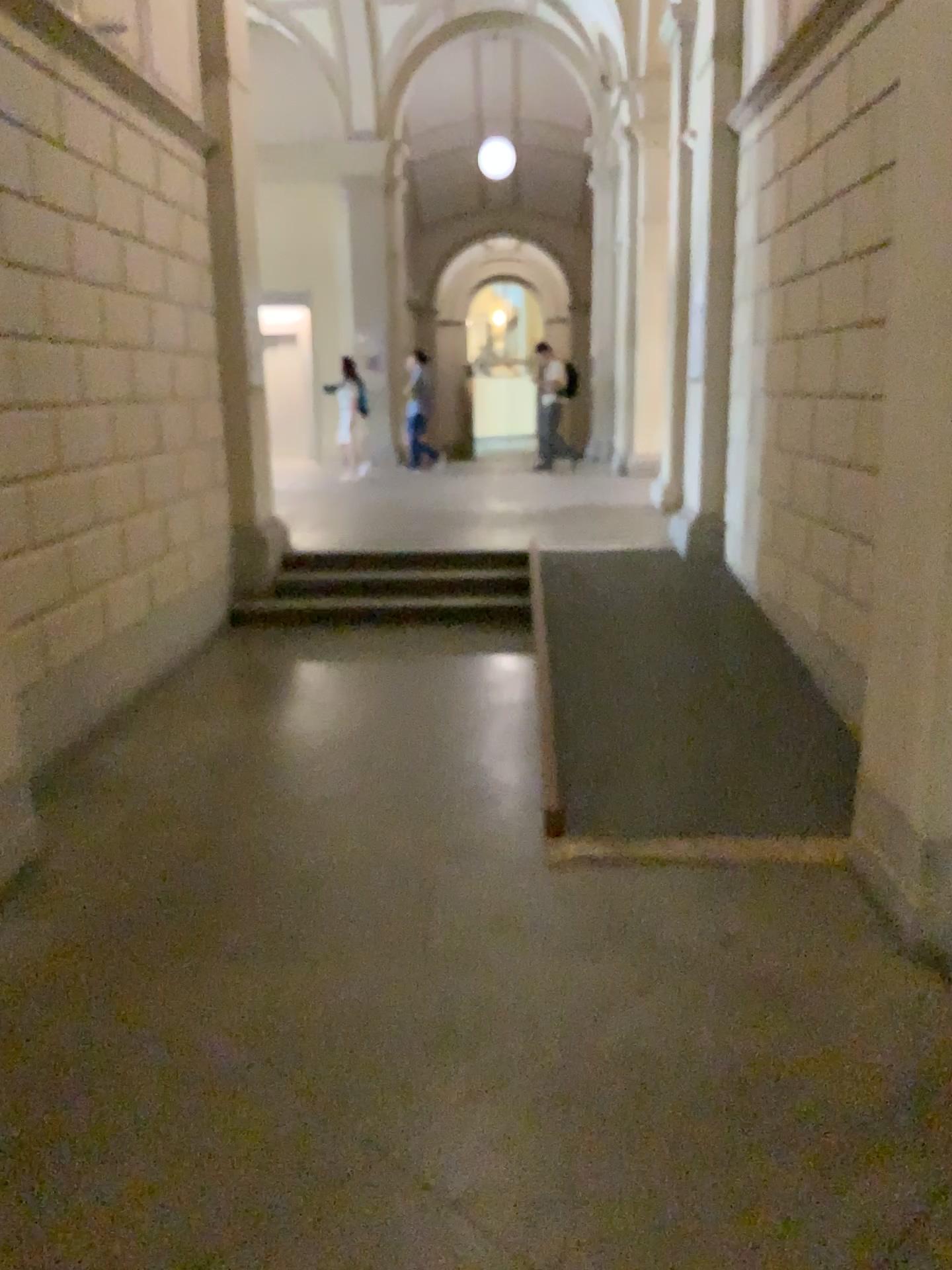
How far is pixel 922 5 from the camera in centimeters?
274cm

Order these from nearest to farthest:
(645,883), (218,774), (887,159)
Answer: (887,159) → (645,883) → (218,774)

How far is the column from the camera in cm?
274
